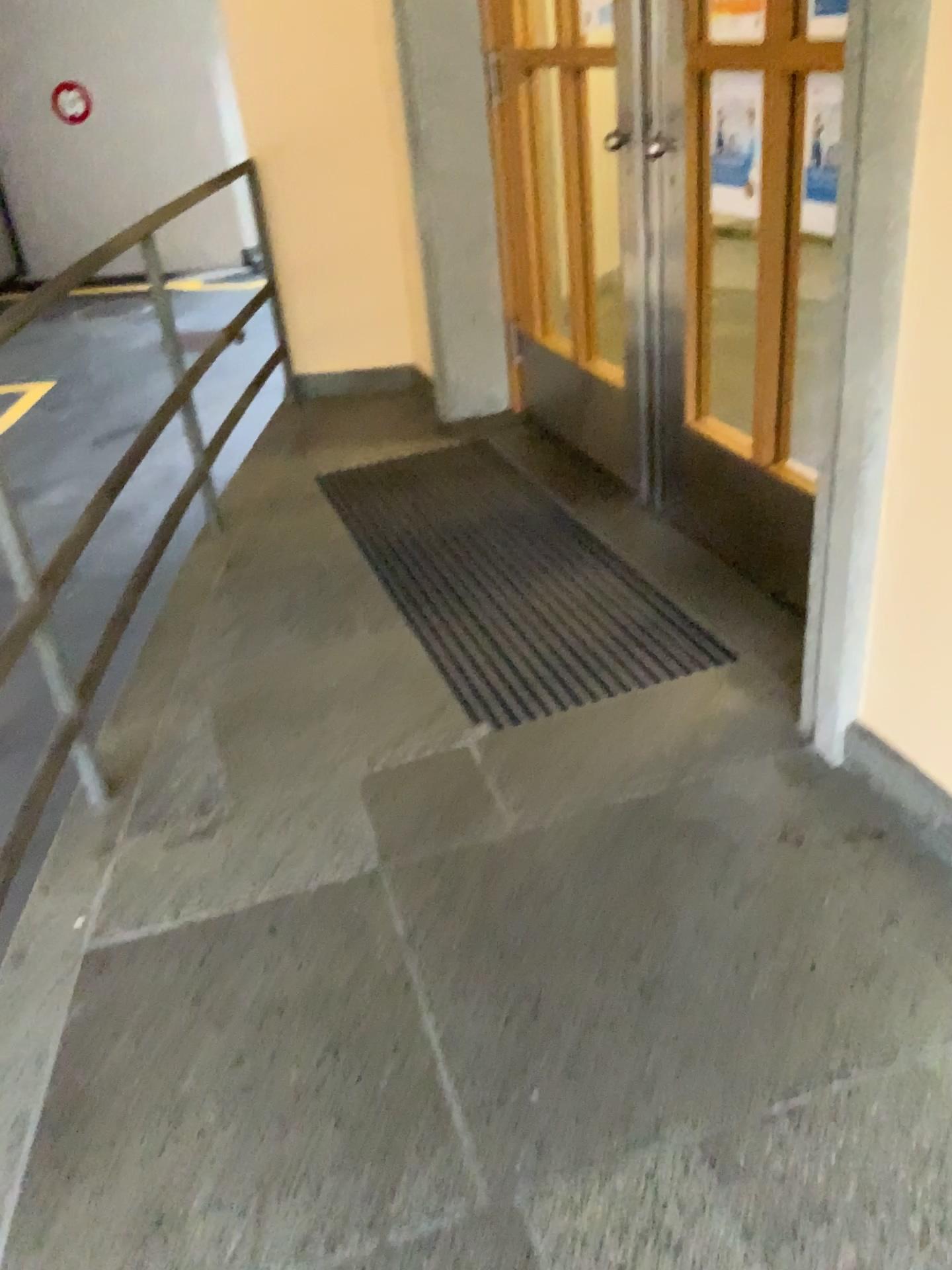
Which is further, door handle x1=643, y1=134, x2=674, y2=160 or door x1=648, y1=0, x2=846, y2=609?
door handle x1=643, y1=134, x2=674, y2=160

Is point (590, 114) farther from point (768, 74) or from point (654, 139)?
point (768, 74)

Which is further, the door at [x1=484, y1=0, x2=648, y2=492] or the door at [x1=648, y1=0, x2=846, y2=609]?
the door at [x1=484, y1=0, x2=648, y2=492]

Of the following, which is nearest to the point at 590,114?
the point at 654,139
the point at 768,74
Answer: the point at 654,139

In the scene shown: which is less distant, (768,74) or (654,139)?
(768,74)

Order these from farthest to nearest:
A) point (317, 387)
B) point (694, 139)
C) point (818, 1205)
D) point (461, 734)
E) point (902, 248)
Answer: point (317, 387)
point (694, 139)
point (461, 734)
point (902, 248)
point (818, 1205)
